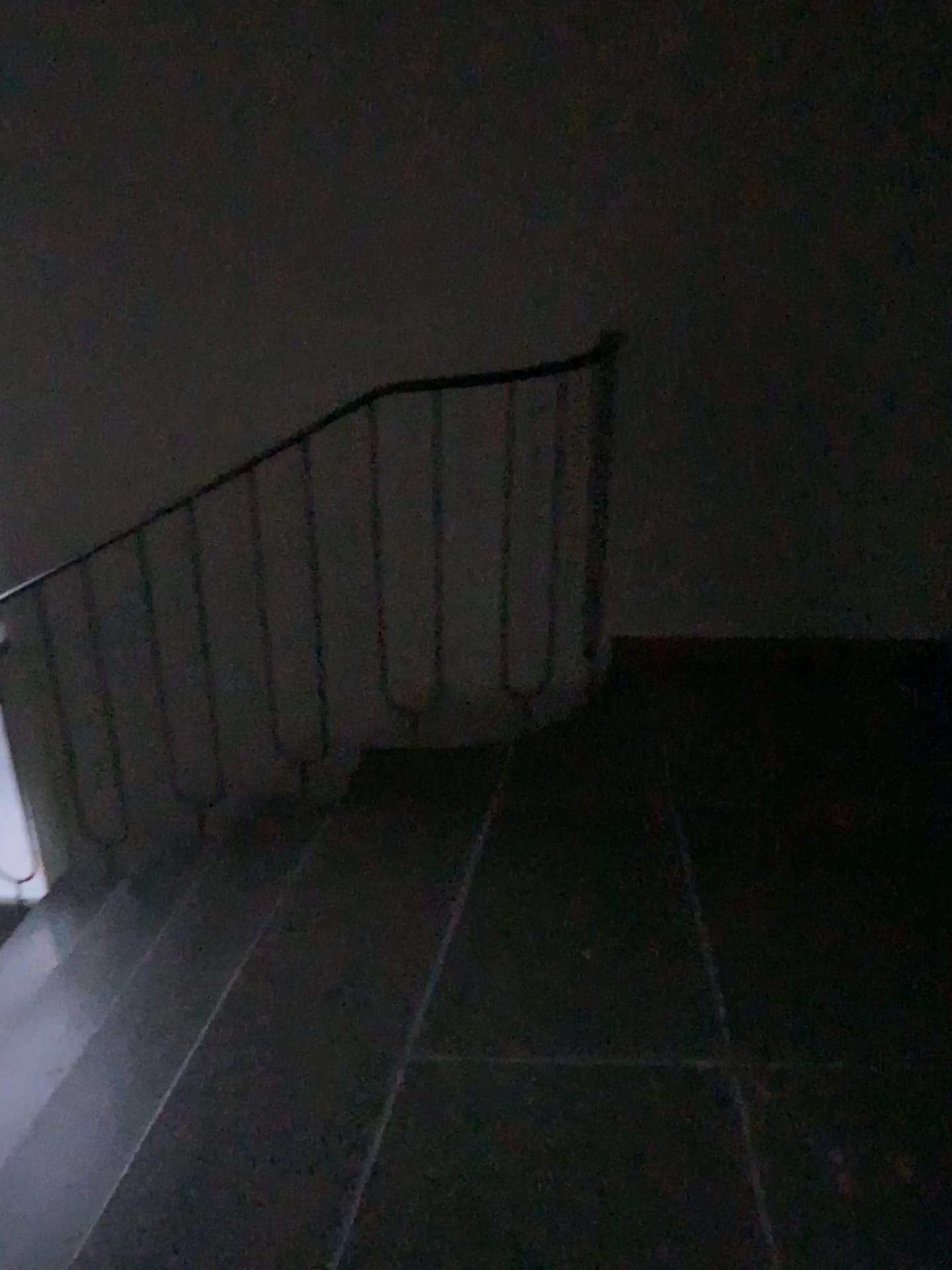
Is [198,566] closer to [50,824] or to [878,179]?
[50,824]
